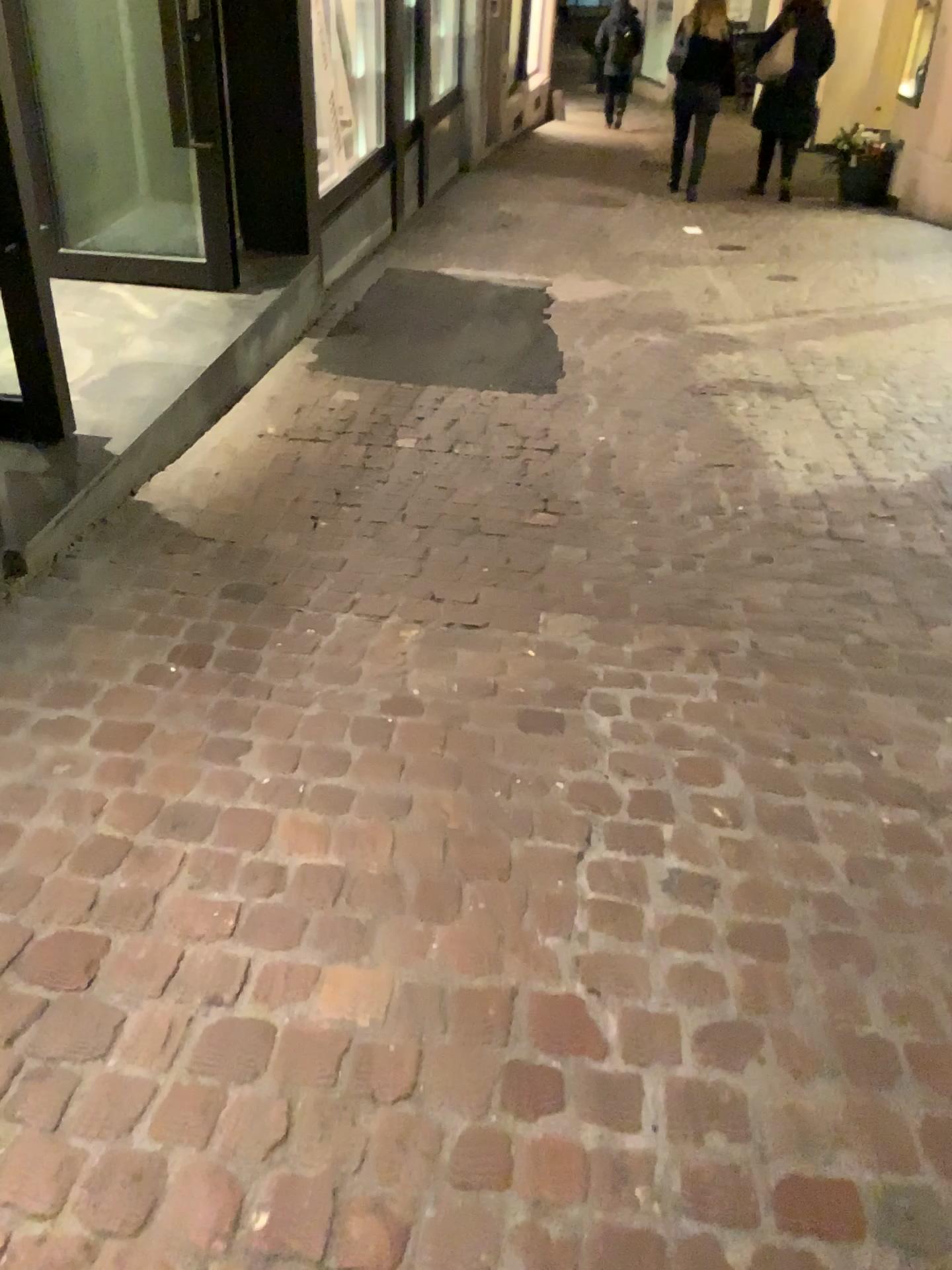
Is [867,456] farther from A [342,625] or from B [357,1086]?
B [357,1086]
